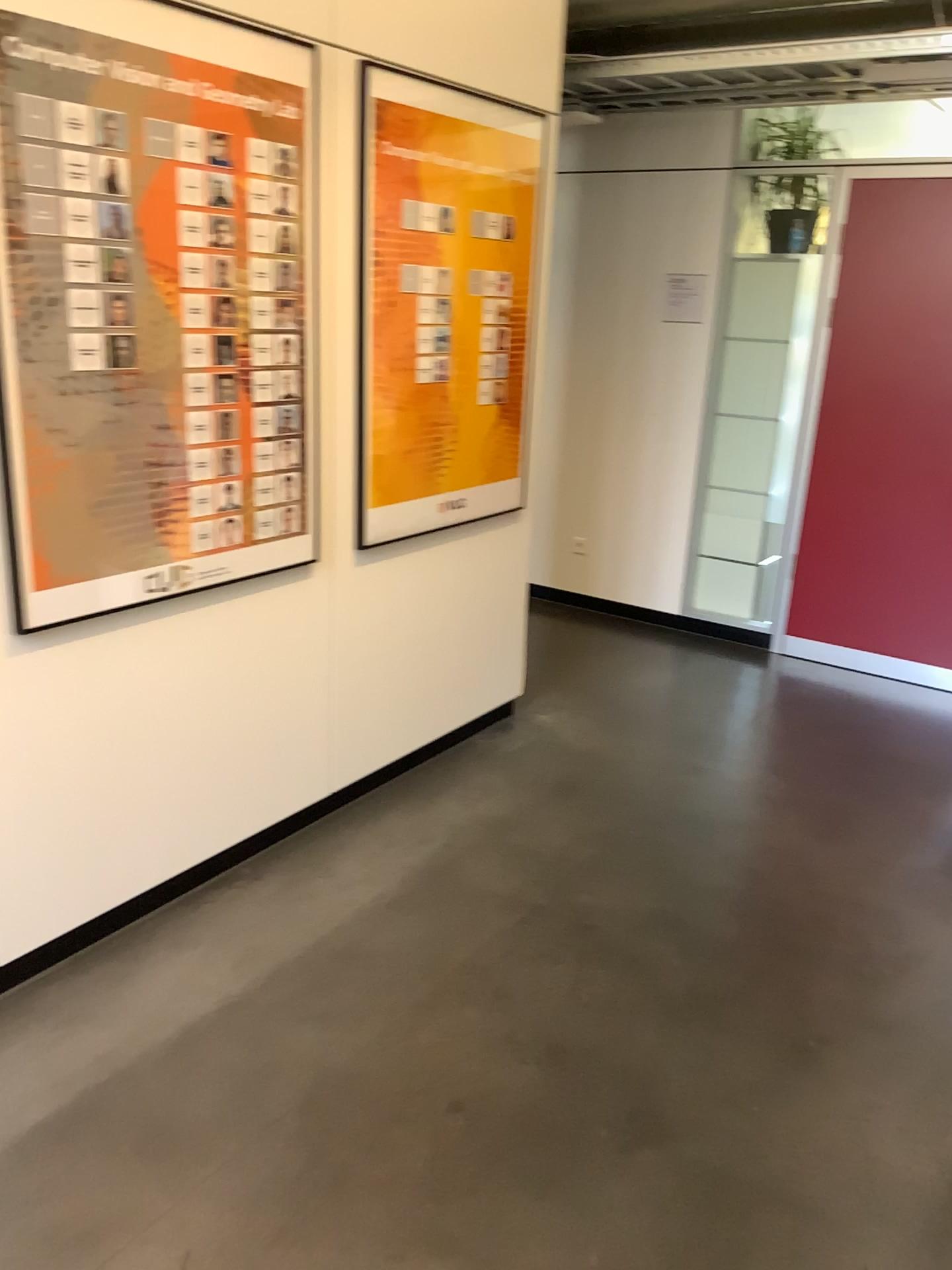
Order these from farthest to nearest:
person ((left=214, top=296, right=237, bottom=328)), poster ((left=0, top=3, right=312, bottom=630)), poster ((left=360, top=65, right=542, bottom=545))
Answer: poster ((left=360, top=65, right=542, bottom=545)), person ((left=214, top=296, right=237, bottom=328)), poster ((left=0, top=3, right=312, bottom=630))

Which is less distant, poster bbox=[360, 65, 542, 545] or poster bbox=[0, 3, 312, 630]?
poster bbox=[0, 3, 312, 630]

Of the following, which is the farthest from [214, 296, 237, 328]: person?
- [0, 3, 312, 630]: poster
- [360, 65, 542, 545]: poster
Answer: [360, 65, 542, 545]: poster

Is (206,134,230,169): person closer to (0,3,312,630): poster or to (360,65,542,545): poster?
(0,3,312,630): poster

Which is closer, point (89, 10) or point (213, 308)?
point (89, 10)

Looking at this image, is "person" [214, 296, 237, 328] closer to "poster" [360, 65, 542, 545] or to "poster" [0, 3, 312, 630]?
"poster" [0, 3, 312, 630]

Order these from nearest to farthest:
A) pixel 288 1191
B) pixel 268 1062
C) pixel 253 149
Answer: pixel 288 1191 < pixel 268 1062 < pixel 253 149

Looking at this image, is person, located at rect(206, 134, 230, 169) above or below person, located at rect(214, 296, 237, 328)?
above

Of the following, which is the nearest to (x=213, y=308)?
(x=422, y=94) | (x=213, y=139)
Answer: (x=213, y=139)

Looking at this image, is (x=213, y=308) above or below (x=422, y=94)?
below
